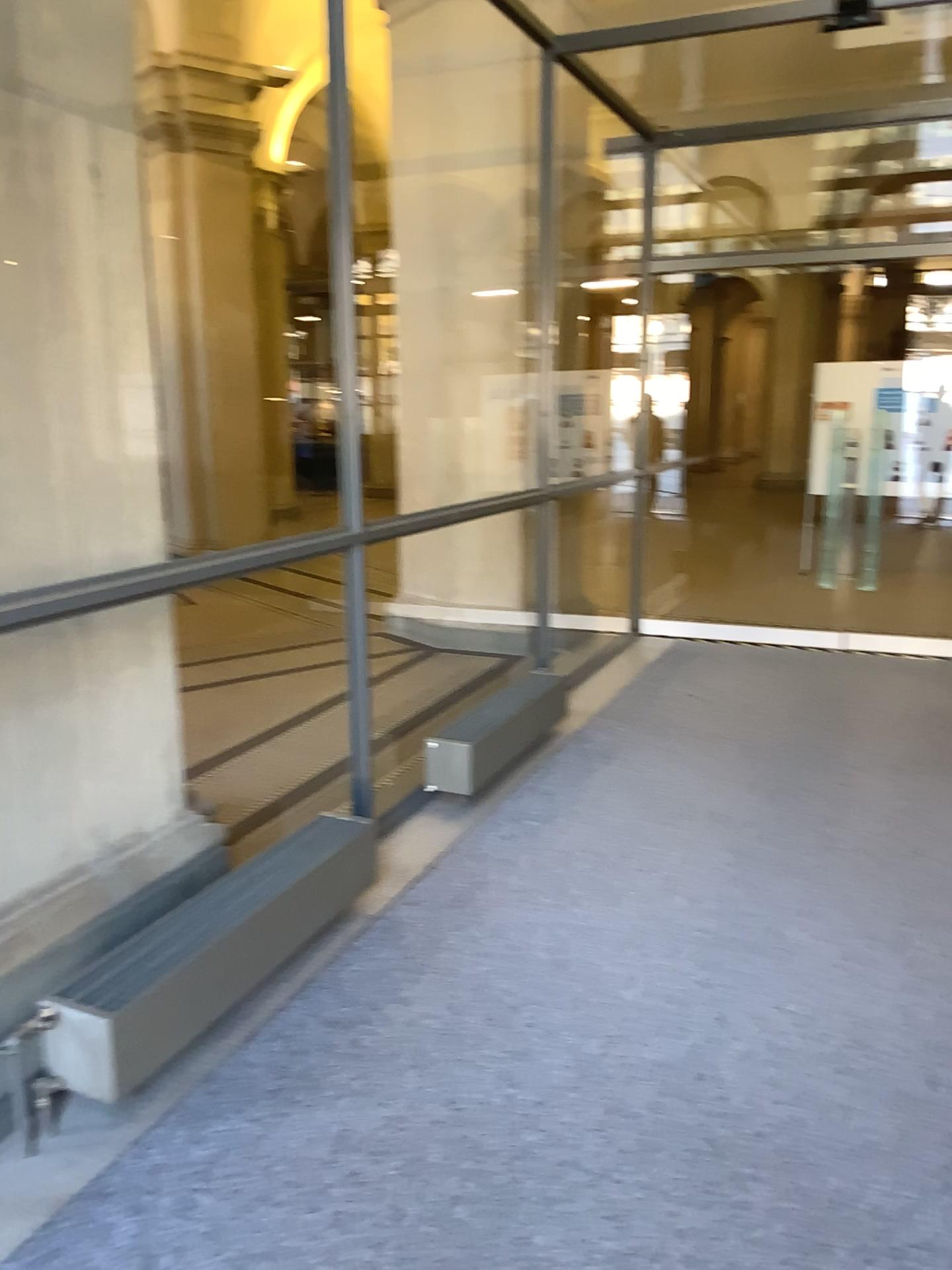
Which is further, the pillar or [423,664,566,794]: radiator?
[423,664,566,794]: radiator

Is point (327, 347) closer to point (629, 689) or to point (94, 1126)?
point (94, 1126)

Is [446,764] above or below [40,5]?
below

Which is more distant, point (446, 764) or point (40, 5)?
point (446, 764)
